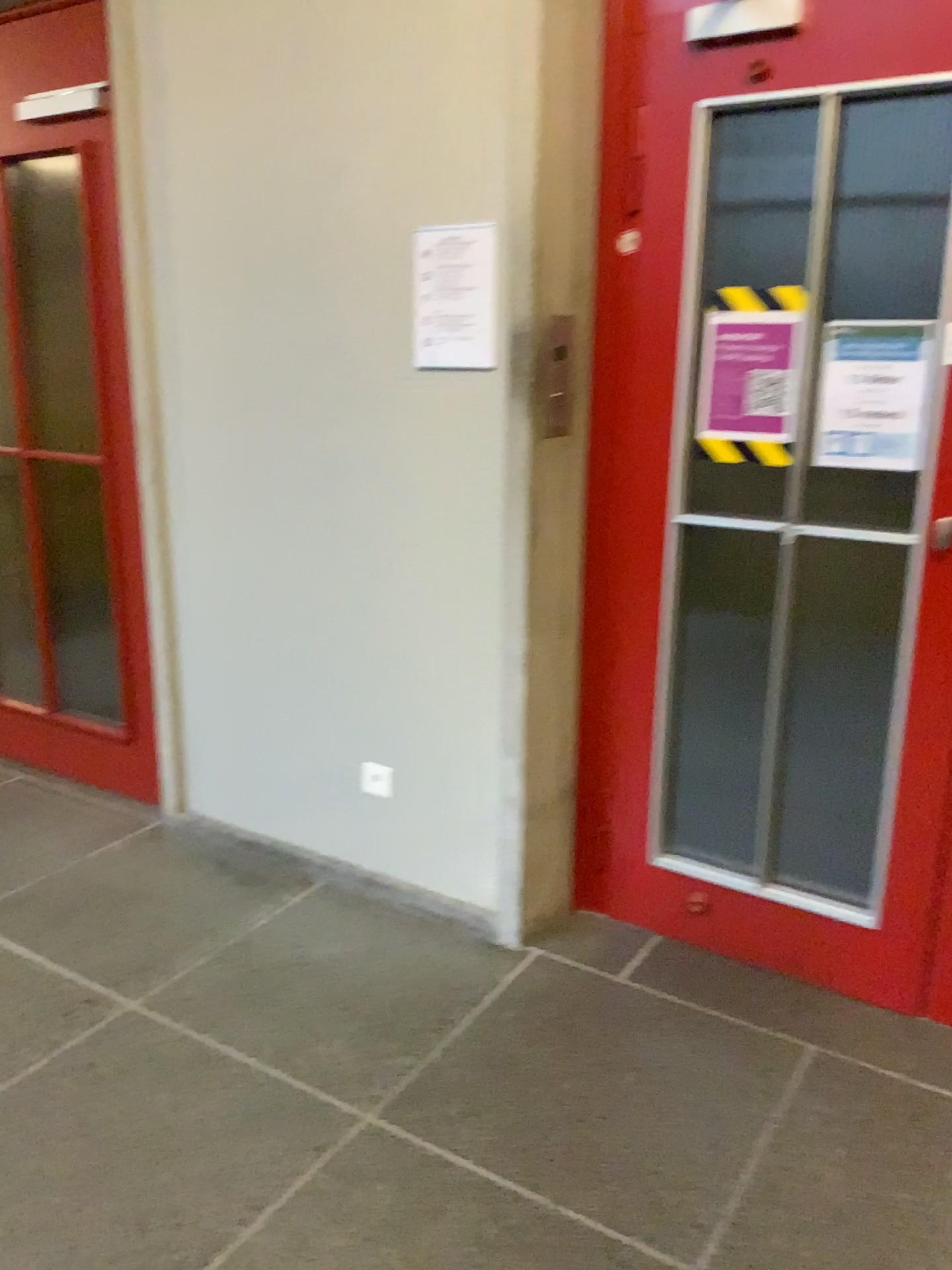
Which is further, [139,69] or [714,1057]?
[139,69]

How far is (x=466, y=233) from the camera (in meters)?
2.34

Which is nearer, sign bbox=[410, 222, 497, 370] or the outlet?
sign bbox=[410, 222, 497, 370]

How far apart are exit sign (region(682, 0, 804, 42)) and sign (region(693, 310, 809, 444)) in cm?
56

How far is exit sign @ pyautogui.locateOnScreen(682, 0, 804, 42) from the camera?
2.1 meters

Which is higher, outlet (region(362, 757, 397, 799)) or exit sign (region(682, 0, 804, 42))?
exit sign (region(682, 0, 804, 42))

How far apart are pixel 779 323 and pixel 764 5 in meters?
0.6

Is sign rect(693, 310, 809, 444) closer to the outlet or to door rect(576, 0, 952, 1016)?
door rect(576, 0, 952, 1016)

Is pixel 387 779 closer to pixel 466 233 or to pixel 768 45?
pixel 466 233

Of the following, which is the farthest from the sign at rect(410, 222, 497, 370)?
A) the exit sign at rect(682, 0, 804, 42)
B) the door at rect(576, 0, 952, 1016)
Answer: the exit sign at rect(682, 0, 804, 42)
